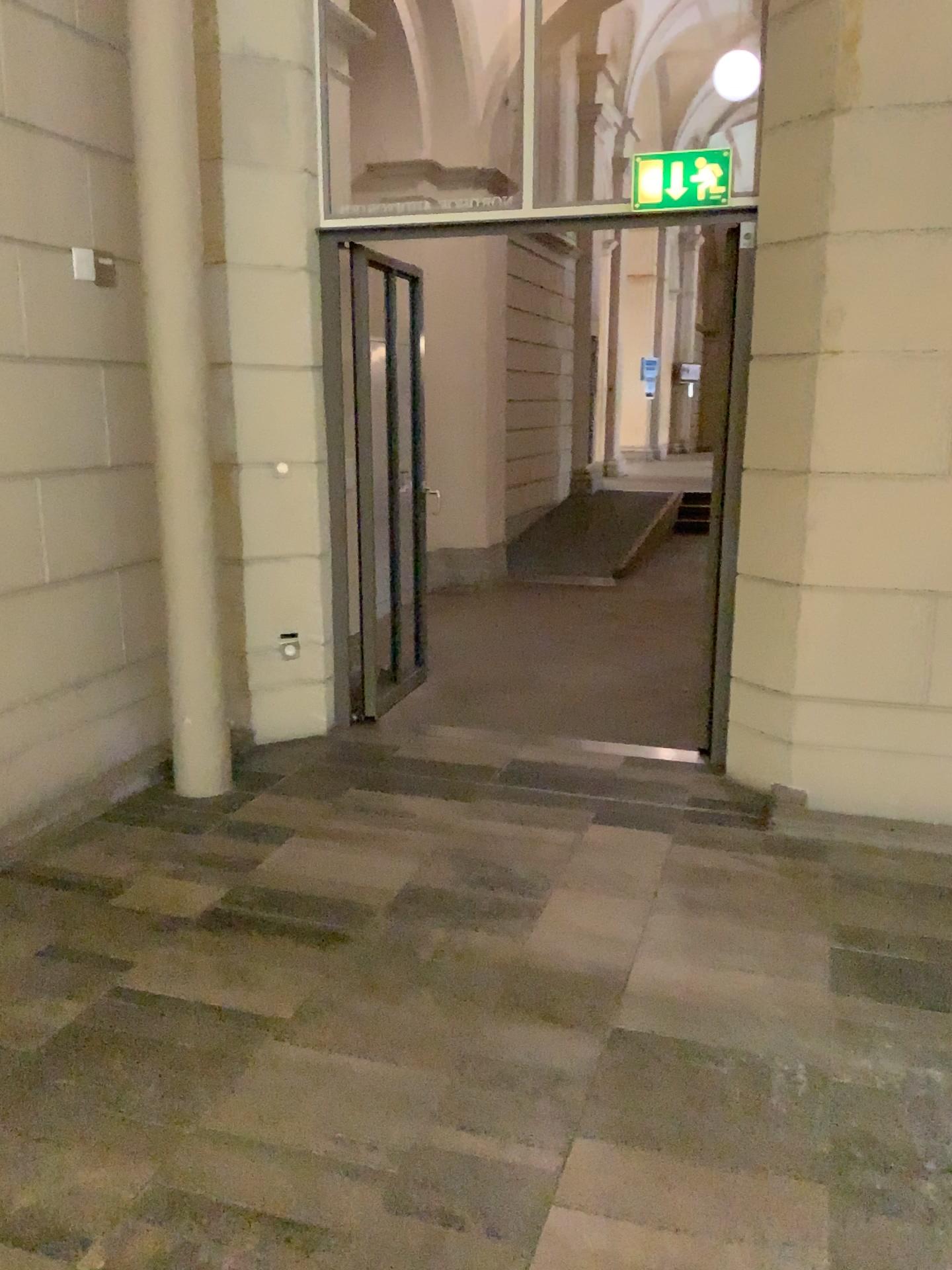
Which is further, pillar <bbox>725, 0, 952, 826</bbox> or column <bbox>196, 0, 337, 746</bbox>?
column <bbox>196, 0, 337, 746</bbox>

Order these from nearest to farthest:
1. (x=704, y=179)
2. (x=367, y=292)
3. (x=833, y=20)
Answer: (x=833, y=20)
(x=704, y=179)
(x=367, y=292)

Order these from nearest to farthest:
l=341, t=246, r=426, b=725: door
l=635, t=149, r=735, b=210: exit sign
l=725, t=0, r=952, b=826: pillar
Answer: l=725, t=0, r=952, b=826: pillar, l=635, t=149, r=735, b=210: exit sign, l=341, t=246, r=426, b=725: door

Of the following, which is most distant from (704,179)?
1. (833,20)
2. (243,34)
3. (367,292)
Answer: (243,34)

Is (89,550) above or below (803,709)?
above

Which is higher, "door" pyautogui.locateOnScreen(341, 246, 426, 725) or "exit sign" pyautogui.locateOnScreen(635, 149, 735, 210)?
→ "exit sign" pyautogui.locateOnScreen(635, 149, 735, 210)

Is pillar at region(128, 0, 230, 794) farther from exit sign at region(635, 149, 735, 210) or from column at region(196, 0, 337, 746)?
exit sign at region(635, 149, 735, 210)

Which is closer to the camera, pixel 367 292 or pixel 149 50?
pixel 149 50

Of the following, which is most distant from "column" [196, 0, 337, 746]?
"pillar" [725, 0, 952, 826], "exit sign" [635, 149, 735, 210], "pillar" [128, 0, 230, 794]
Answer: "pillar" [725, 0, 952, 826]

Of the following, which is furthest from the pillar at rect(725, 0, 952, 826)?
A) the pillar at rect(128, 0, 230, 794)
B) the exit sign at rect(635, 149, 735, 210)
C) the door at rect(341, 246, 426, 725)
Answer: the pillar at rect(128, 0, 230, 794)
